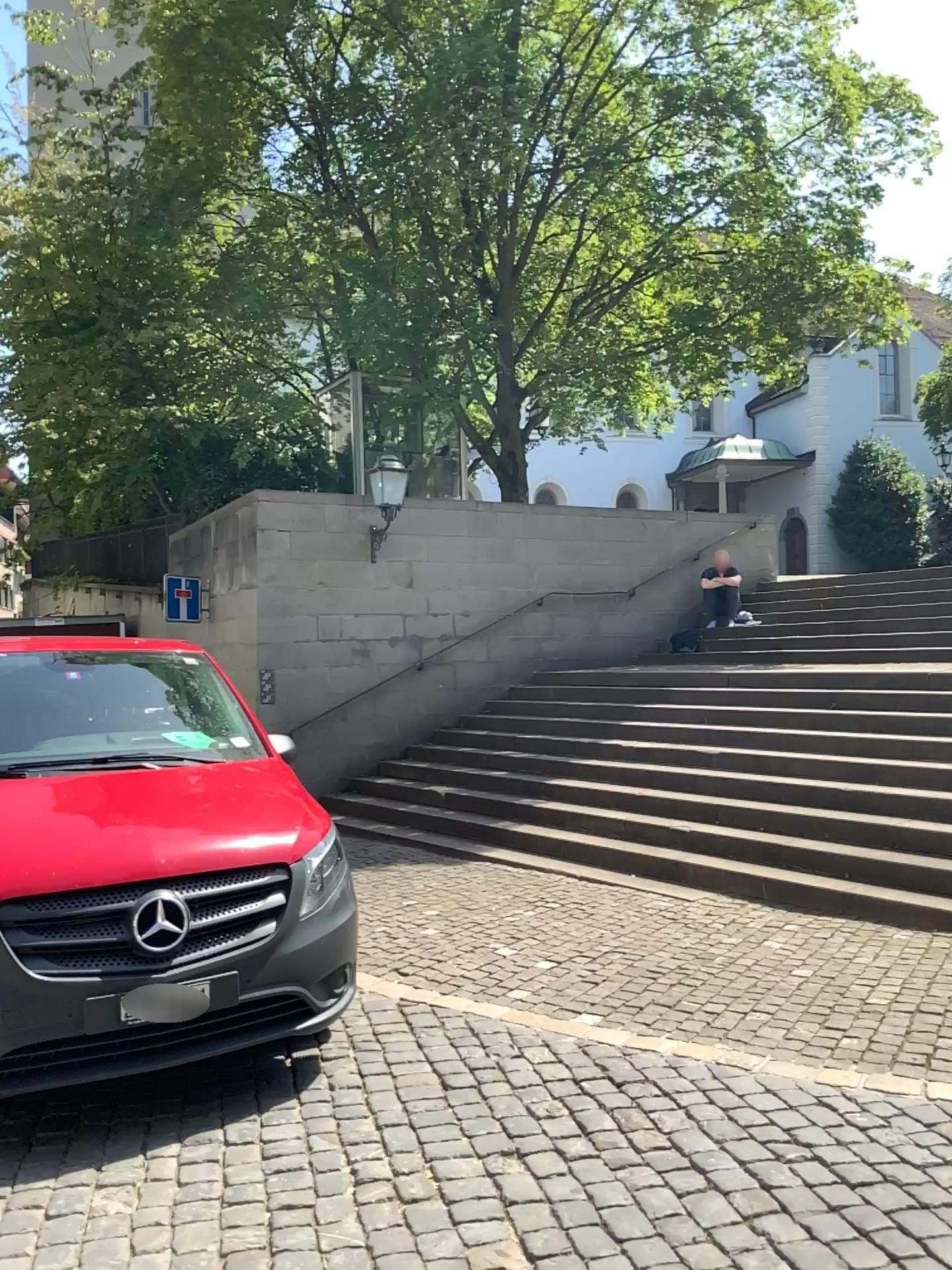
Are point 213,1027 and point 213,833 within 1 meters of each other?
yes
